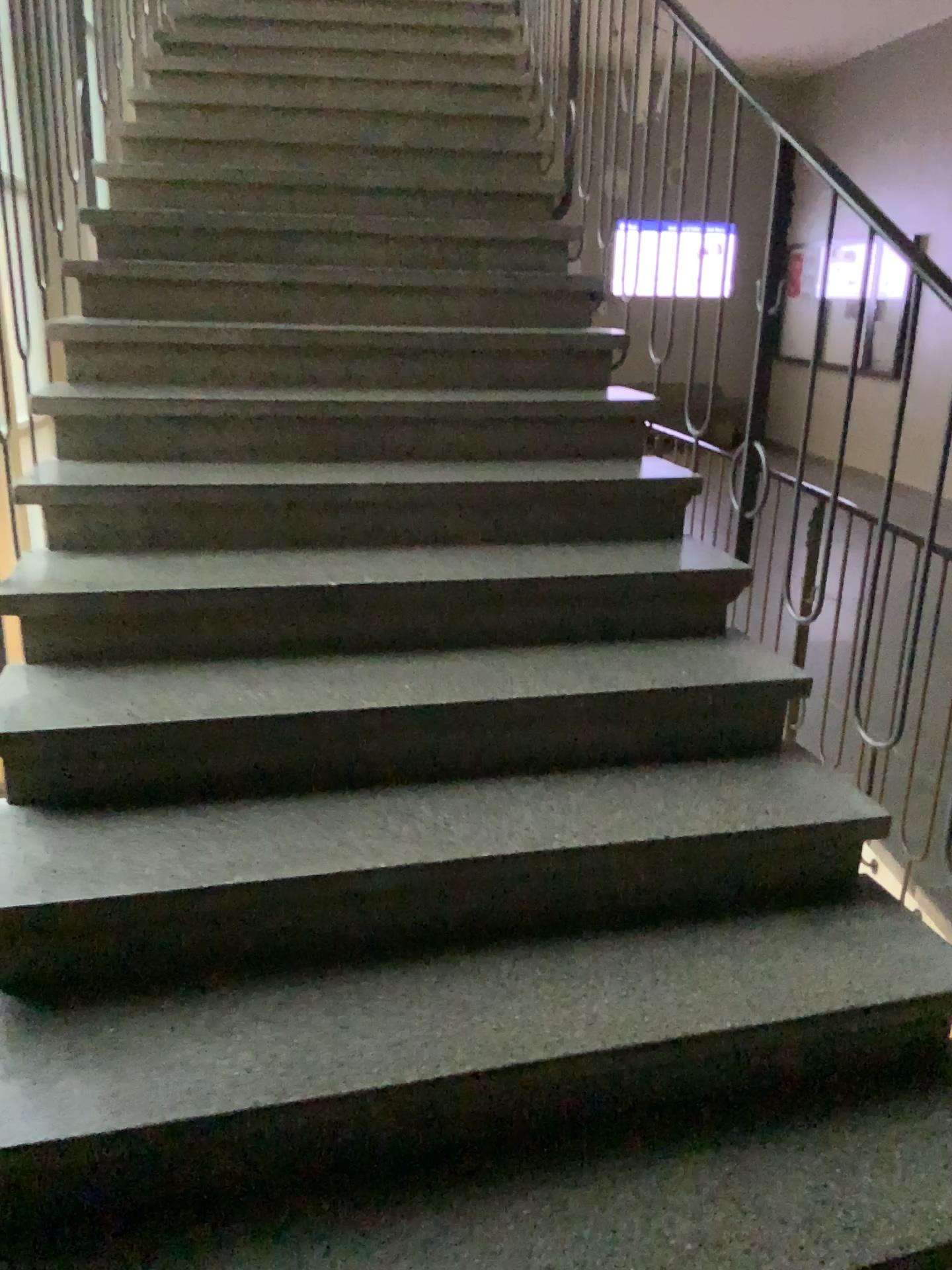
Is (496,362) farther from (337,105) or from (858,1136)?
(858,1136)
